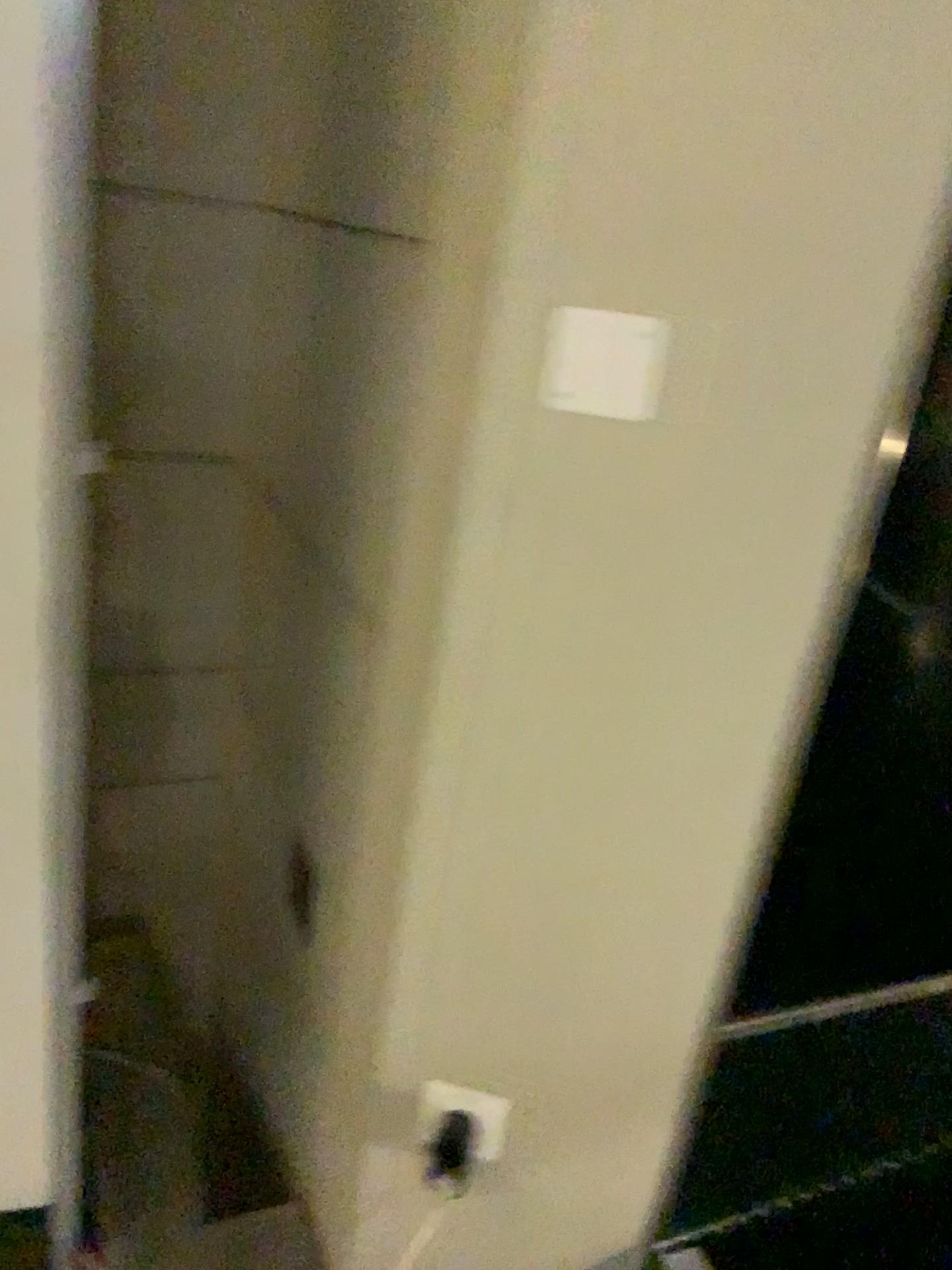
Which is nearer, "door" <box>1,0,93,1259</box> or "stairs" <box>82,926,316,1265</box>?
"door" <box>1,0,93,1259</box>

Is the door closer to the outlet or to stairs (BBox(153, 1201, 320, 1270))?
stairs (BBox(153, 1201, 320, 1270))

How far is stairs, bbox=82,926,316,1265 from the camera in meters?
1.3

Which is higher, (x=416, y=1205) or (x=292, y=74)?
(x=292, y=74)

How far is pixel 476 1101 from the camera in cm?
111

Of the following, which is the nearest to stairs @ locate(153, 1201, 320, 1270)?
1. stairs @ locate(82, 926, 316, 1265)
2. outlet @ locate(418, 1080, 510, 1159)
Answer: stairs @ locate(82, 926, 316, 1265)

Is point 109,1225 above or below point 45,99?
below

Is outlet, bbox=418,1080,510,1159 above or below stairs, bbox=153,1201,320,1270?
above

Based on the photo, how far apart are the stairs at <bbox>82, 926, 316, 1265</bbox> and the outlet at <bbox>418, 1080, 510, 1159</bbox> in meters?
0.3 m

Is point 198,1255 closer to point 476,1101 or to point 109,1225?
point 109,1225
